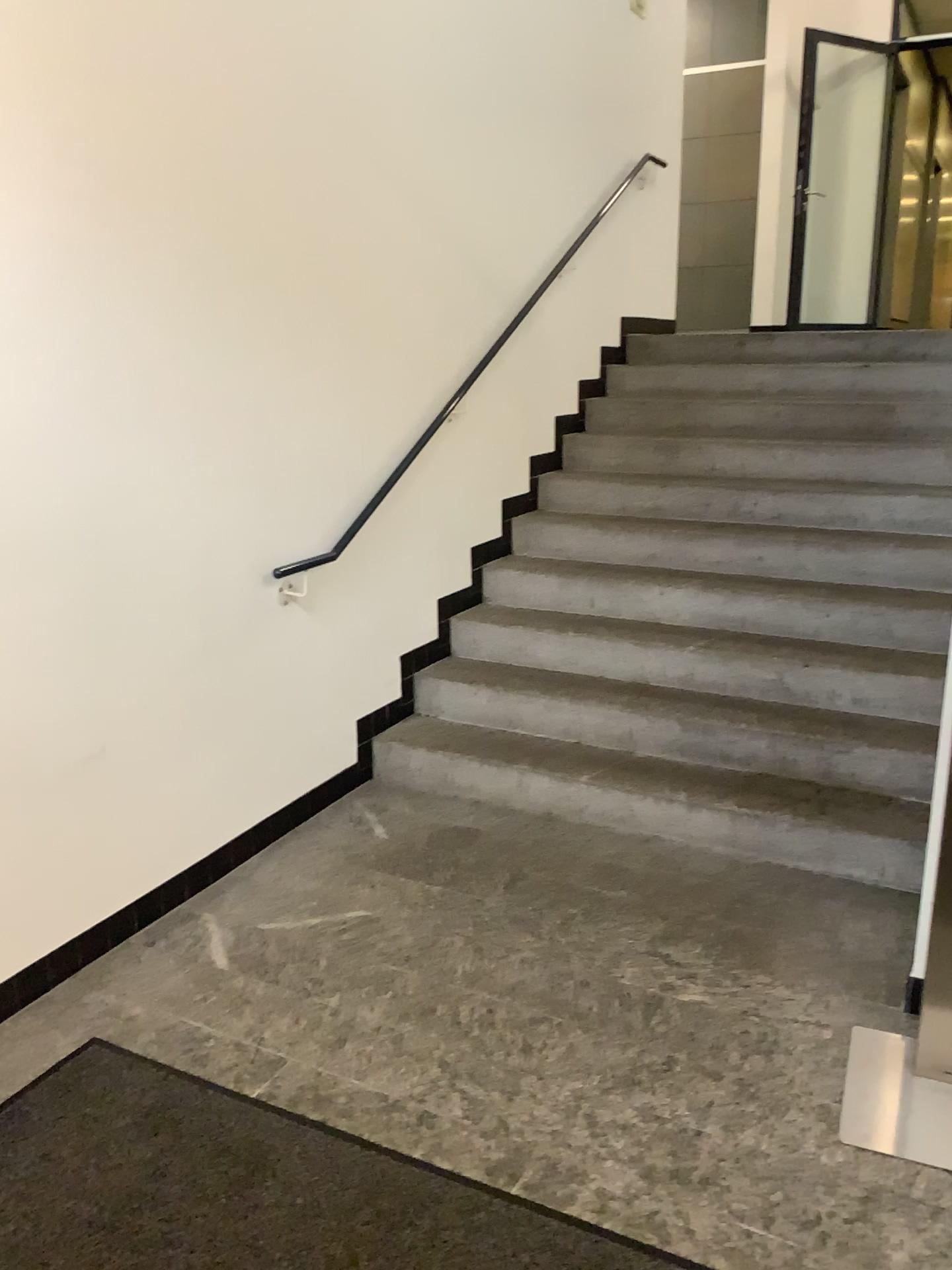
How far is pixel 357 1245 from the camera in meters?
1.8 m

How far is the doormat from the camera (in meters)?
1.83

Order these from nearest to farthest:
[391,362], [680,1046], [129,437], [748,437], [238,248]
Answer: A: [680,1046] → [129,437] → [238,248] → [391,362] → [748,437]
